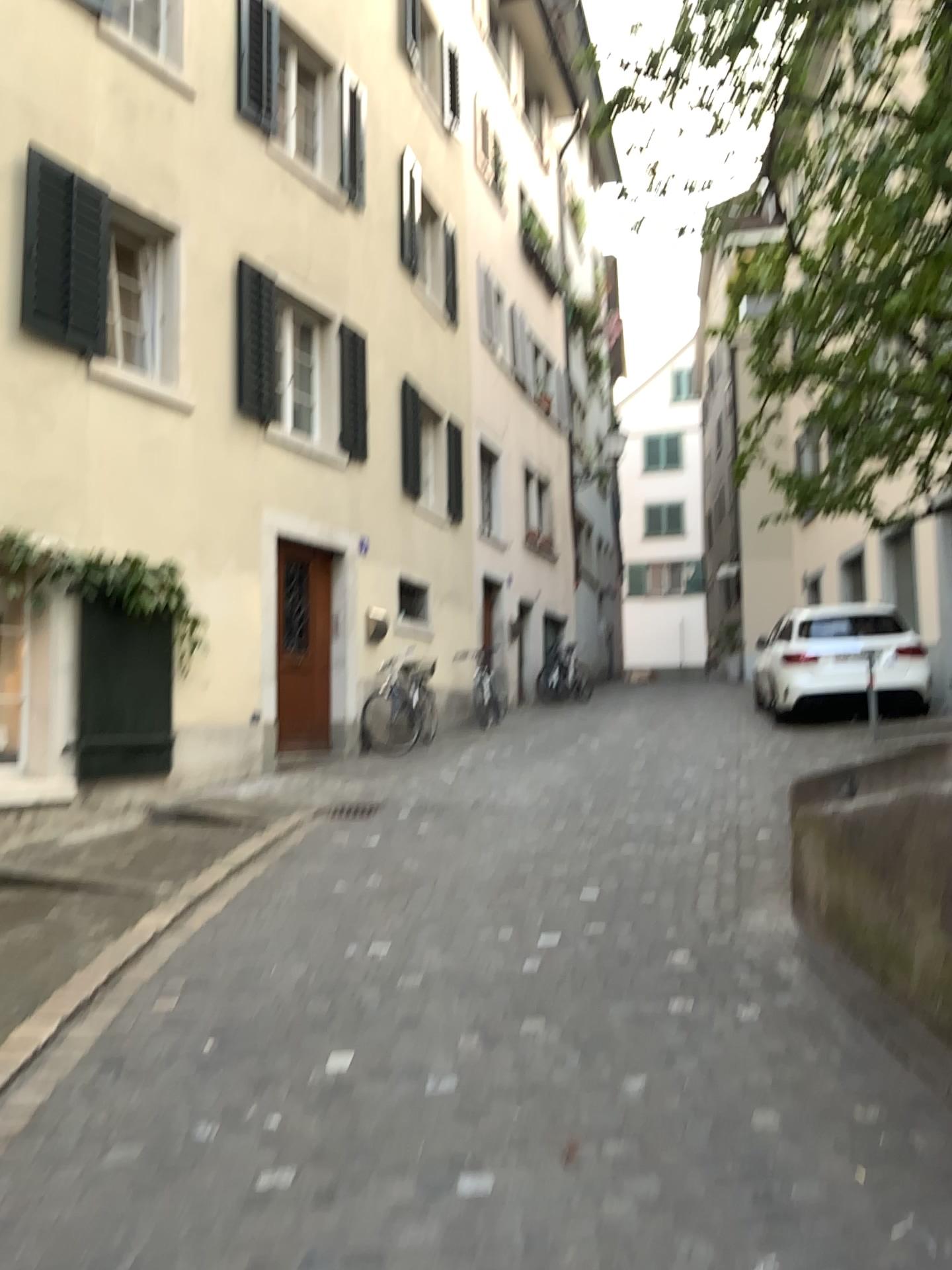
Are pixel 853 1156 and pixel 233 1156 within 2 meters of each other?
yes
